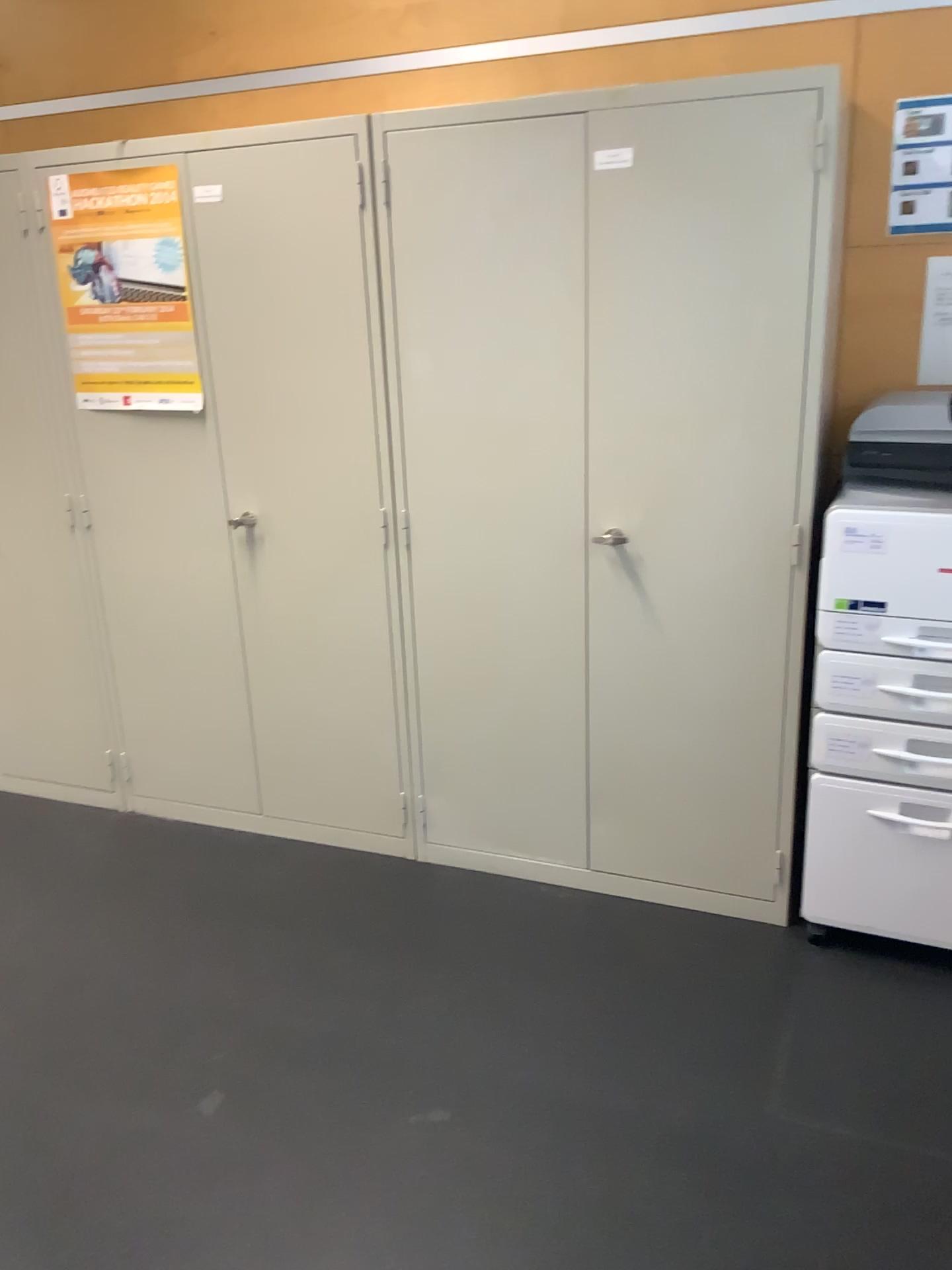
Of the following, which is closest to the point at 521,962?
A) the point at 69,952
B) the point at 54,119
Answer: the point at 69,952

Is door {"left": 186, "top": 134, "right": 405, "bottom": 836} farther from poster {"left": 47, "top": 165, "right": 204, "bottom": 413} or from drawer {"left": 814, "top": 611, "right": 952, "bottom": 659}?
drawer {"left": 814, "top": 611, "right": 952, "bottom": 659}

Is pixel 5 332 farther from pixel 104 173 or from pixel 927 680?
pixel 927 680

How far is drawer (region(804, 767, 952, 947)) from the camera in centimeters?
229cm

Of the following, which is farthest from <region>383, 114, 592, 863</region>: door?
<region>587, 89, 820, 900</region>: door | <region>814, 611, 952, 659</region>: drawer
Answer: <region>814, 611, 952, 659</region>: drawer

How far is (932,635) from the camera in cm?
215

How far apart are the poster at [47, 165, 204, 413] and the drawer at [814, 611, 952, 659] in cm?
167

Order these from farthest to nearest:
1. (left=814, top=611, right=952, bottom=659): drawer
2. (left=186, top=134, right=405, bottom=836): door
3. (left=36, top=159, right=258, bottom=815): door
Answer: (left=36, top=159, right=258, bottom=815): door < (left=186, top=134, right=405, bottom=836): door < (left=814, top=611, right=952, bottom=659): drawer

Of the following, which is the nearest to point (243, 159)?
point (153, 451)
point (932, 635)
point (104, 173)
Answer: point (104, 173)

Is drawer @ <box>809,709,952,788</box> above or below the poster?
below
